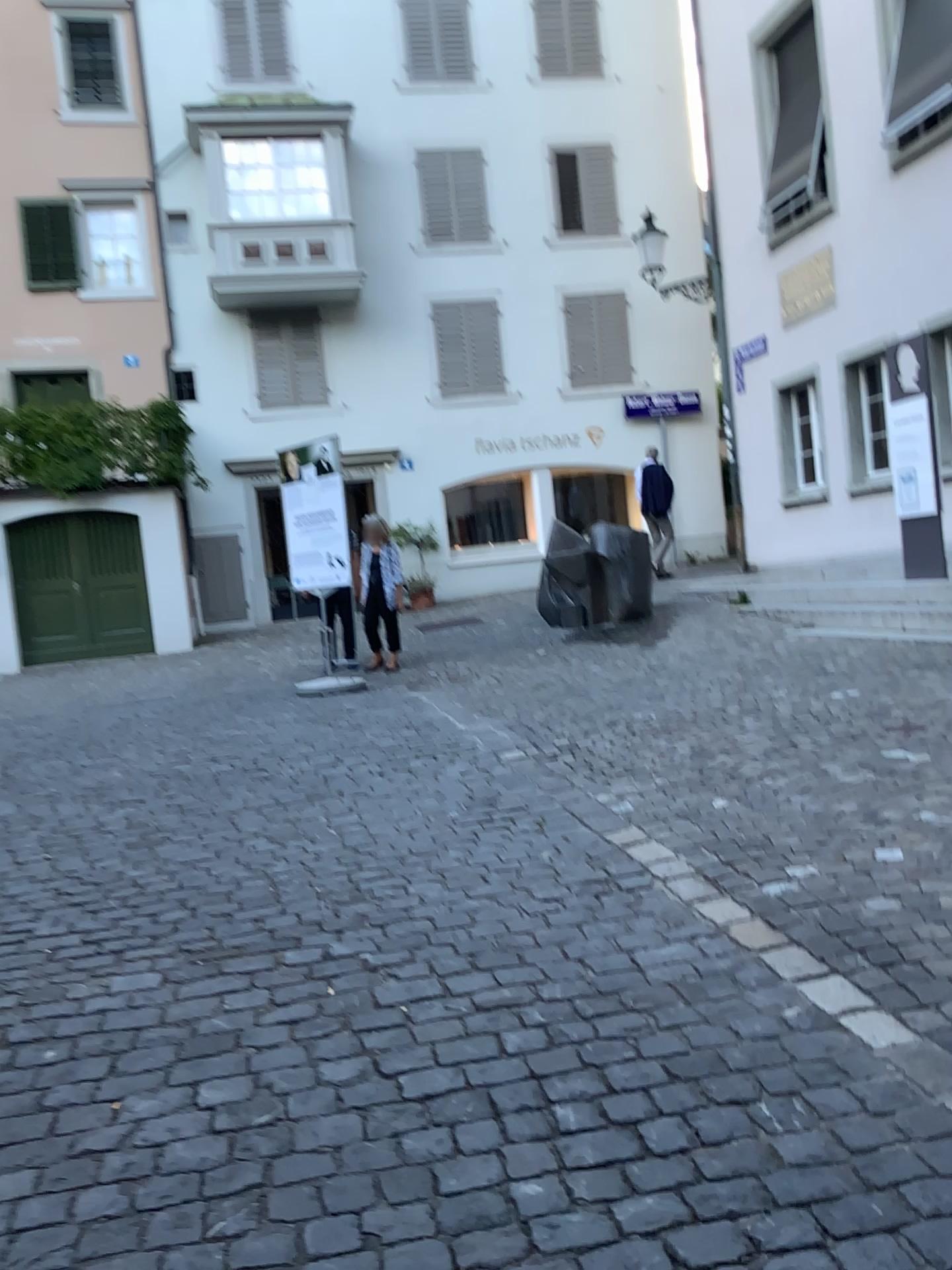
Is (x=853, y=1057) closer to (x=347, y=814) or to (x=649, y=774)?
(x=649, y=774)
